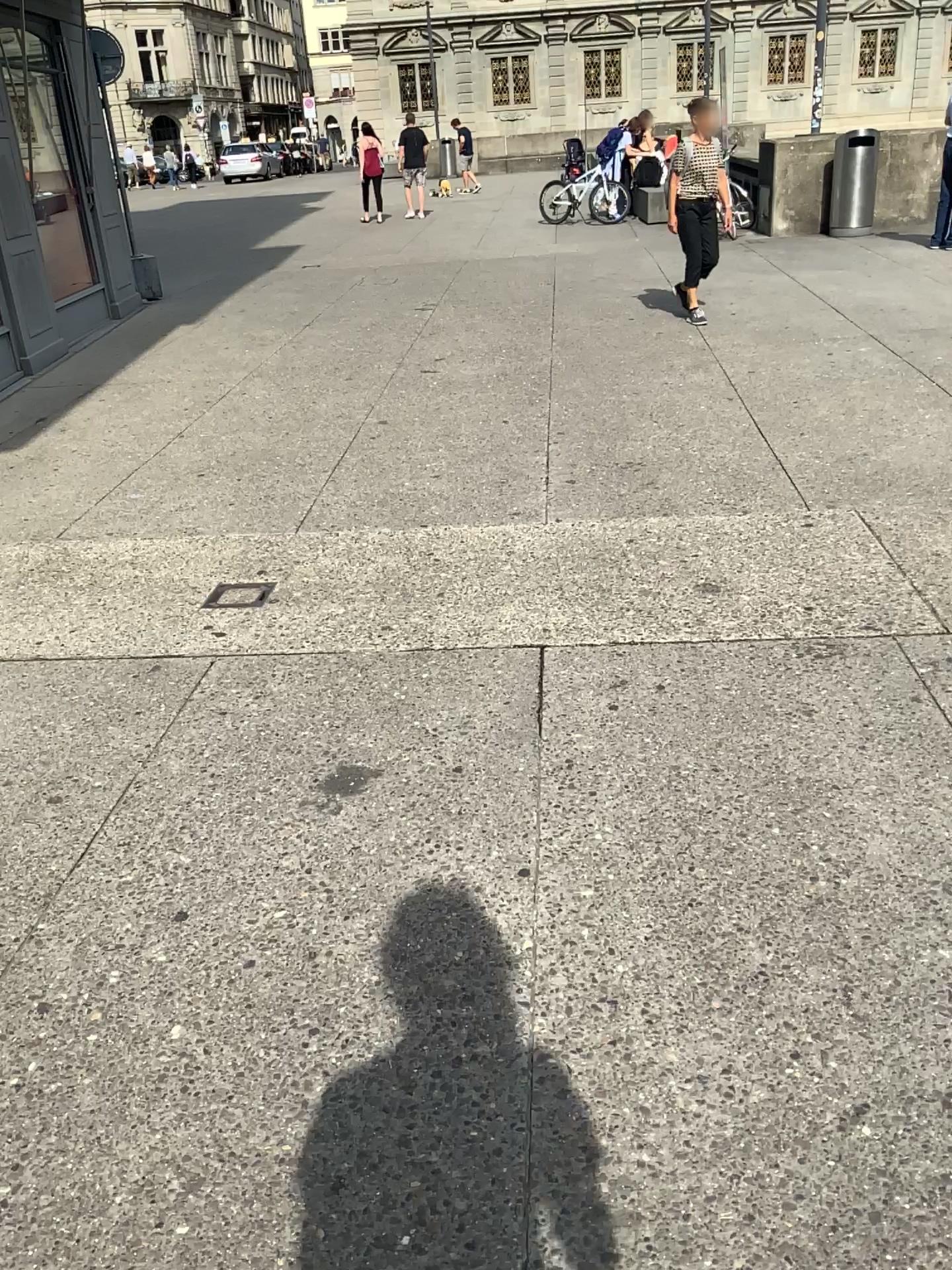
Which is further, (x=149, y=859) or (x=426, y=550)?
(x=426, y=550)
